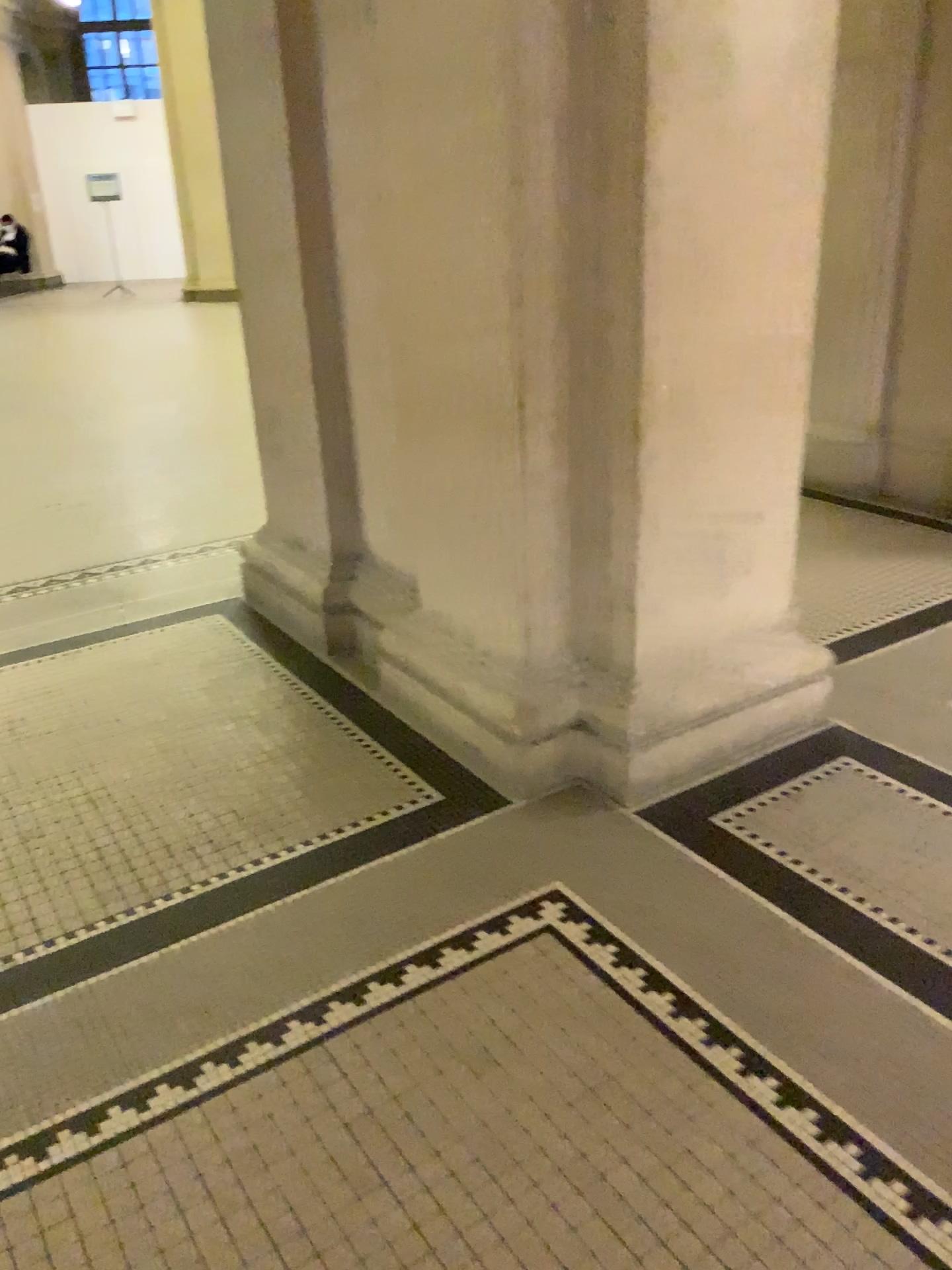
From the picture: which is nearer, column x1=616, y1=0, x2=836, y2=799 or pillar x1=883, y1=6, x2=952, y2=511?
column x1=616, y1=0, x2=836, y2=799

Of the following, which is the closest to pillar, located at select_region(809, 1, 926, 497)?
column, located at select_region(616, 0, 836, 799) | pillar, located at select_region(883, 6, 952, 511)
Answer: pillar, located at select_region(883, 6, 952, 511)

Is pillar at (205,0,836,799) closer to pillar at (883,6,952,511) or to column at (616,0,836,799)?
column at (616,0,836,799)

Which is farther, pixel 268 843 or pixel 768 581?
pixel 768 581

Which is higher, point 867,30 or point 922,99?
point 867,30

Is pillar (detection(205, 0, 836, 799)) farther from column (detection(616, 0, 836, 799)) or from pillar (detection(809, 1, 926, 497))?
pillar (detection(809, 1, 926, 497))

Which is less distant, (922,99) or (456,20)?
(456,20)

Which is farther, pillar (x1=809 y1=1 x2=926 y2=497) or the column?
pillar (x1=809 y1=1 x2=926 y2=497)

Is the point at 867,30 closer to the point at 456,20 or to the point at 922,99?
the point at 922,99

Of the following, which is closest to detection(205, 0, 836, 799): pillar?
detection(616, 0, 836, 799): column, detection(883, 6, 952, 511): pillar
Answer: detection(616, 0, 836, 799): column
